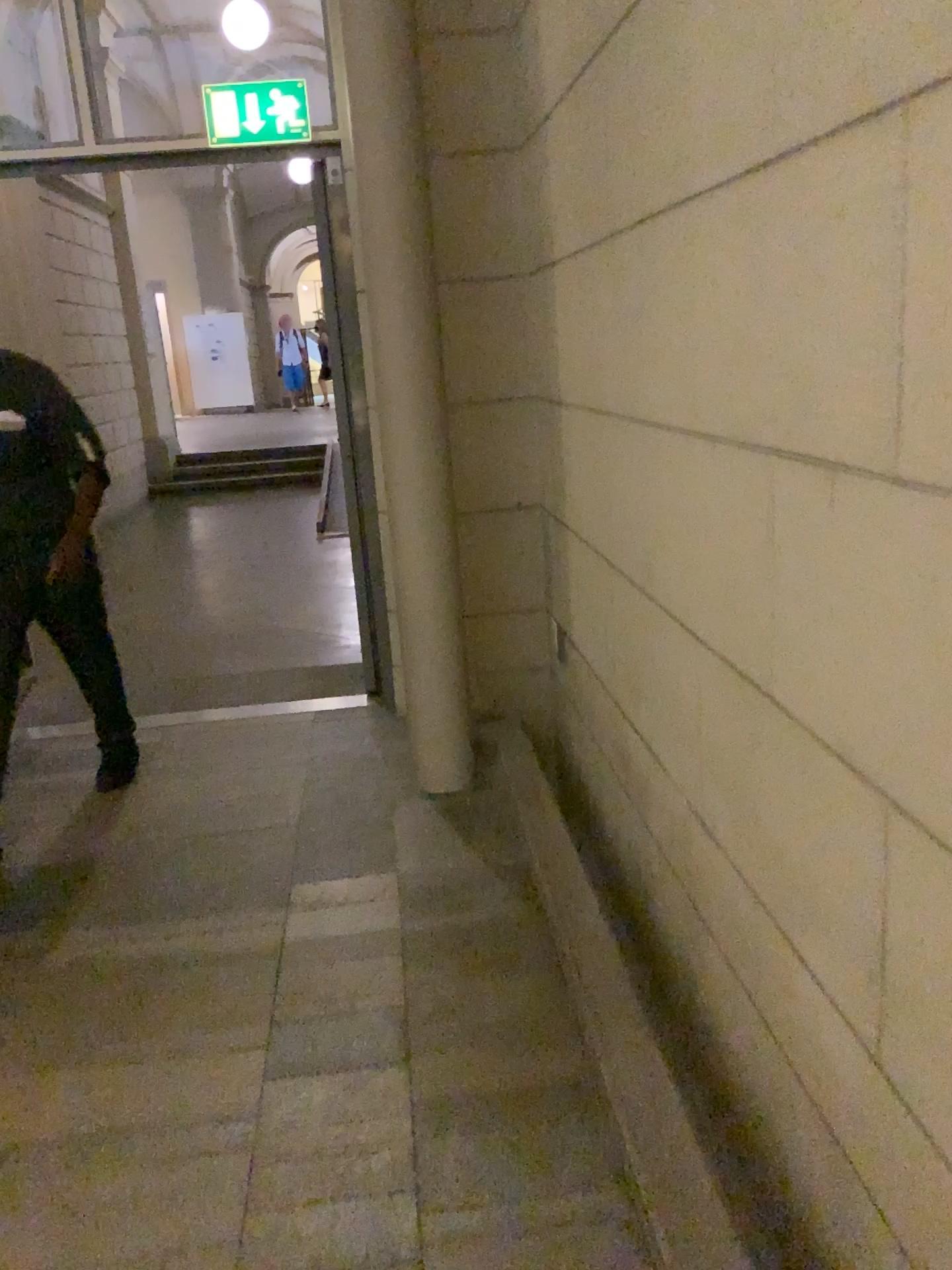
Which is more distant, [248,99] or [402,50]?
[248,99]

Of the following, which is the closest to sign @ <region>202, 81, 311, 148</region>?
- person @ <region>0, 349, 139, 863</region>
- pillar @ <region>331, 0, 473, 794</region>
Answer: pillar @ <region>331, 0, 473, 794</region>

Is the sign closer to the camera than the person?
No

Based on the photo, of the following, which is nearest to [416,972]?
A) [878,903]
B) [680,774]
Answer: [680,774]

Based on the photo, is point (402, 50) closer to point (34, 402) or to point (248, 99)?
point (248, 99)

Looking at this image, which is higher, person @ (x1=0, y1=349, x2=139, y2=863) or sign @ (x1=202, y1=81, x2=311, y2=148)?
sign @ (x1=202, y1=81, x2=311, y2=148)

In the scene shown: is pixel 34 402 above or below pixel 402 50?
below

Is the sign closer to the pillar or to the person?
the pillar

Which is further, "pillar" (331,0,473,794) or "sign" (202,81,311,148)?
"sign" (202,81,311,148)
